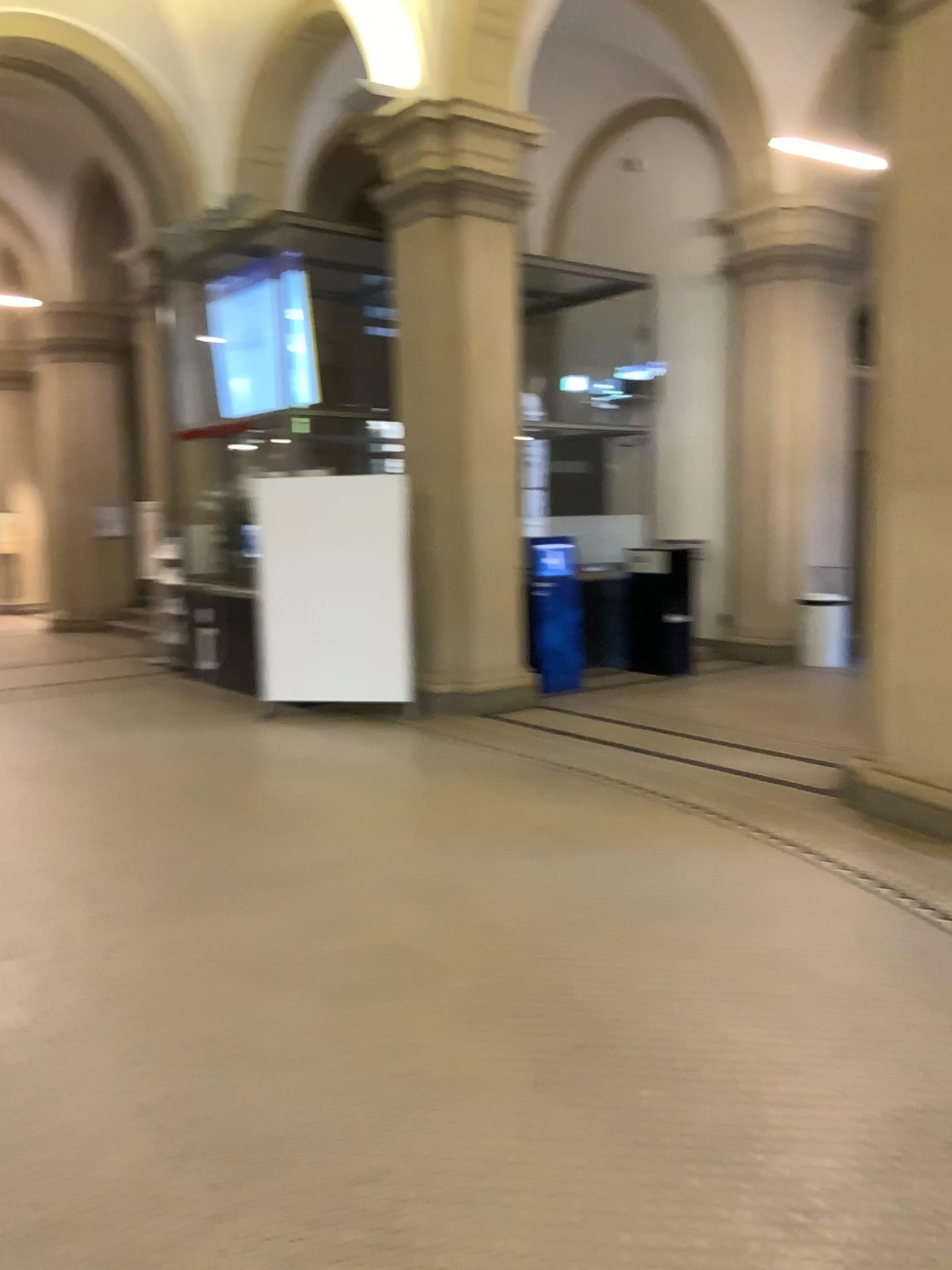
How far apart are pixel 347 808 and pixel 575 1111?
2.9 meters
